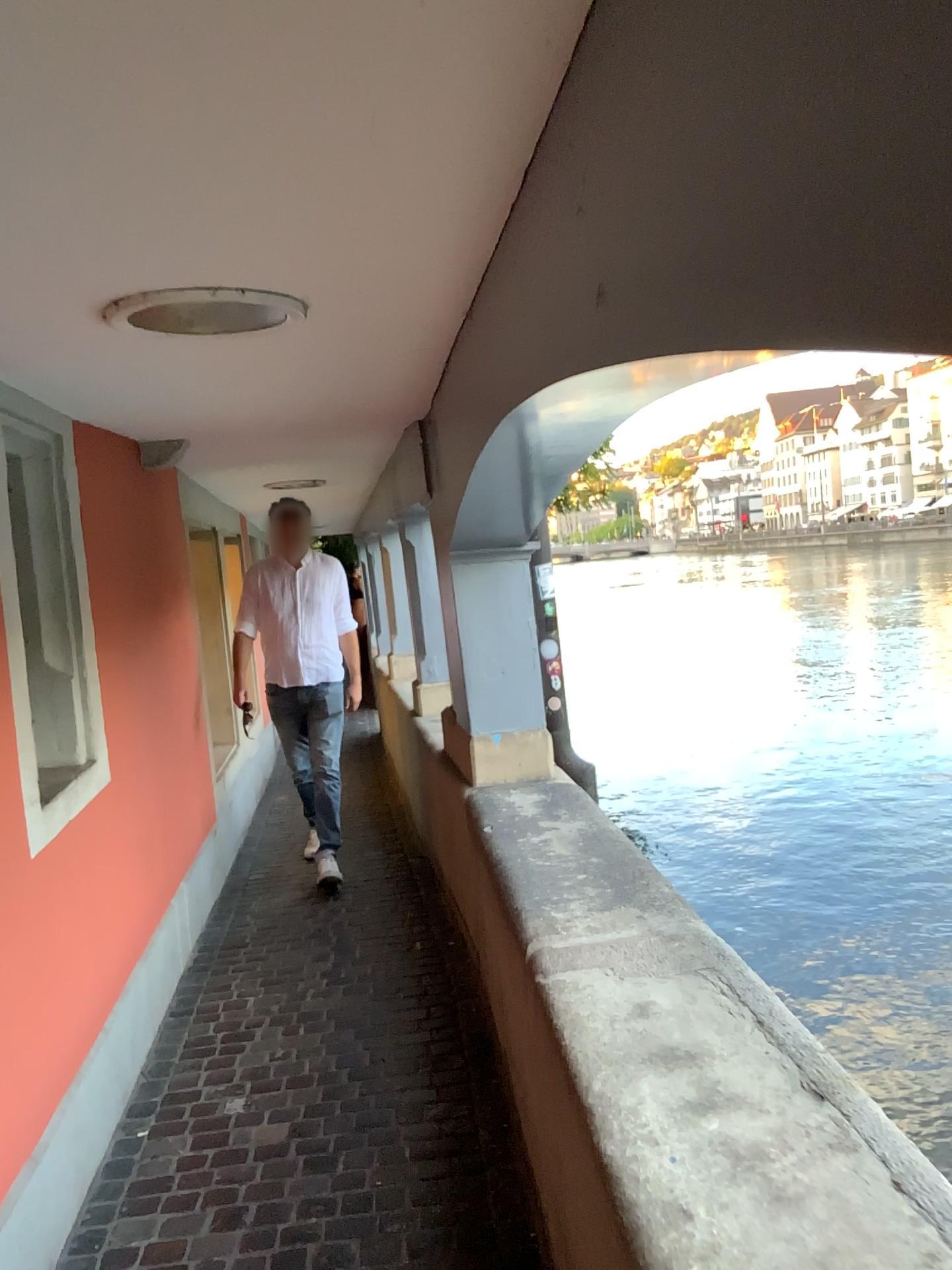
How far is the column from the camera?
3.9m

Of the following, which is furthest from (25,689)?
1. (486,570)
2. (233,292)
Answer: (486,570)

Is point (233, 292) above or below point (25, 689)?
above

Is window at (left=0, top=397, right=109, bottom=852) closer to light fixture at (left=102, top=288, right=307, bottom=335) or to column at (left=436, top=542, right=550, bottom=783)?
light fixture at (left=102, top=288, right=307, bottom=335)

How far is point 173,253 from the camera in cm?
165

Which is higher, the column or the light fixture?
the light fixture

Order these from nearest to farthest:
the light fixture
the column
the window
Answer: the light fixture → the window → the column

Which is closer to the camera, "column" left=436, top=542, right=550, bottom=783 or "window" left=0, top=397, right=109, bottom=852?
"window" left=0, top=397, right=109, bottom=852

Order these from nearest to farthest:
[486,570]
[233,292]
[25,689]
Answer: [233,292] → [25,689] → [486,570]

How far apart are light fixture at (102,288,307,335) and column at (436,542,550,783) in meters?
1.8 m
